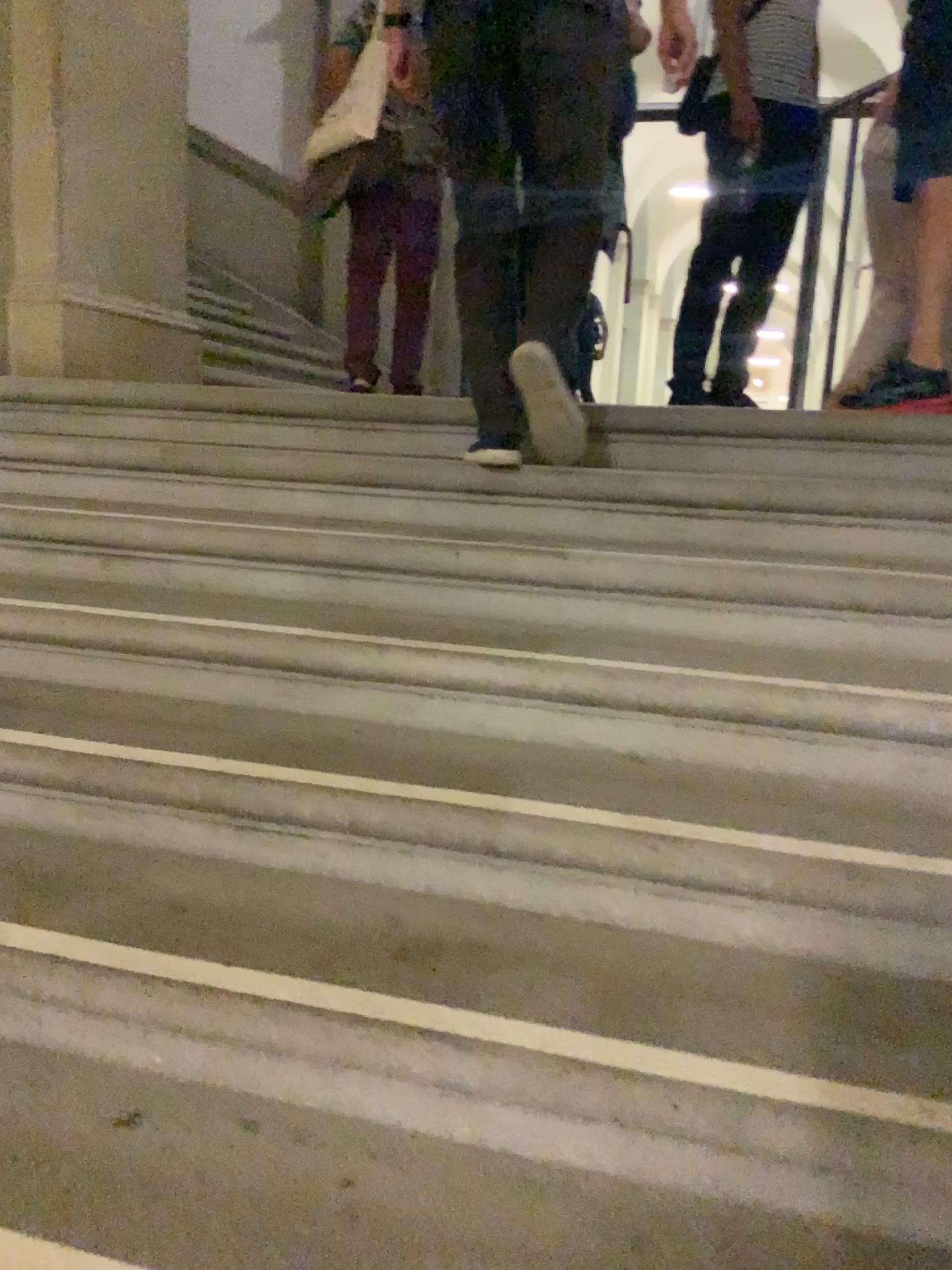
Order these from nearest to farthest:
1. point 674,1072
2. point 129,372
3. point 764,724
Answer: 1. point 674,1072
2. point 764,724
3. point 129,372

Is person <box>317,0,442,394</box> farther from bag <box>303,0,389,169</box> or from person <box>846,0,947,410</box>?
person <box>846,0,947,410</box>

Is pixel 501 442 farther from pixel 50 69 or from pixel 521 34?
pixel 50 69

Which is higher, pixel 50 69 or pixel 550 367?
pixel 50 69

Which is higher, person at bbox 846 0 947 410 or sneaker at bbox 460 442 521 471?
person at bbox 846 0 947 410

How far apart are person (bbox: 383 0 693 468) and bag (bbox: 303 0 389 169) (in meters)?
1.67

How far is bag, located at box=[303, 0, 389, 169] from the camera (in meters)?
3.72

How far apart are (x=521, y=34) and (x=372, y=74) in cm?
175

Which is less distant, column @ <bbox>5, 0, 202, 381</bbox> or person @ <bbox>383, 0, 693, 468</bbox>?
person @ <bbox>383, 0, 693, 468</bbox>

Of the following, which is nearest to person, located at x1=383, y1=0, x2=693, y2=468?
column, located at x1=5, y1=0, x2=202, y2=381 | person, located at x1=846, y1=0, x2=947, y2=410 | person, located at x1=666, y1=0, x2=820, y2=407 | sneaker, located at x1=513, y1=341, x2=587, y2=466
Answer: sneaker, located at x1=513, y1=341, x2=587, y2=466
